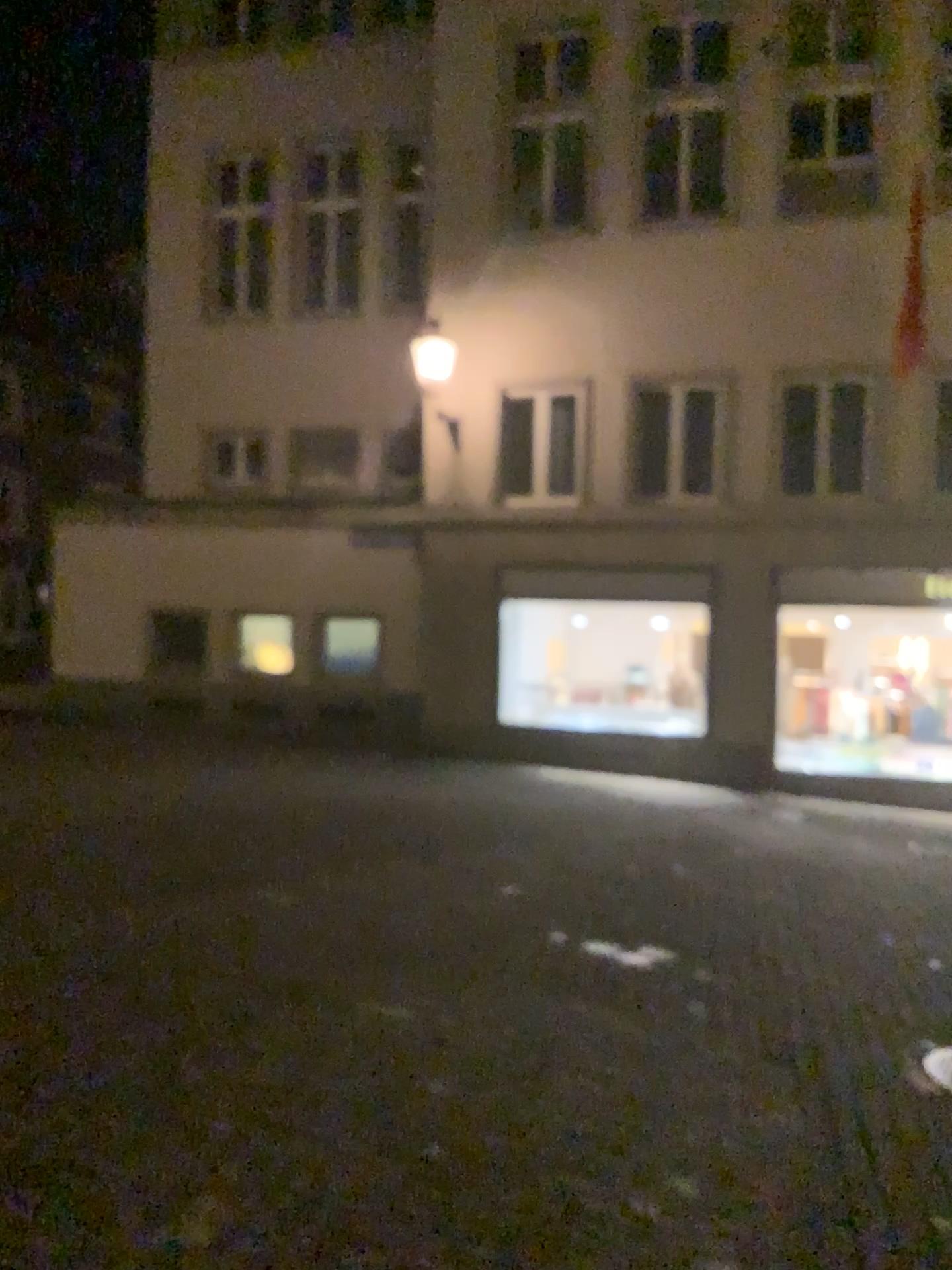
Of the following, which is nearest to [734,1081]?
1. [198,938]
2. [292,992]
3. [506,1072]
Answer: [506,1072]
